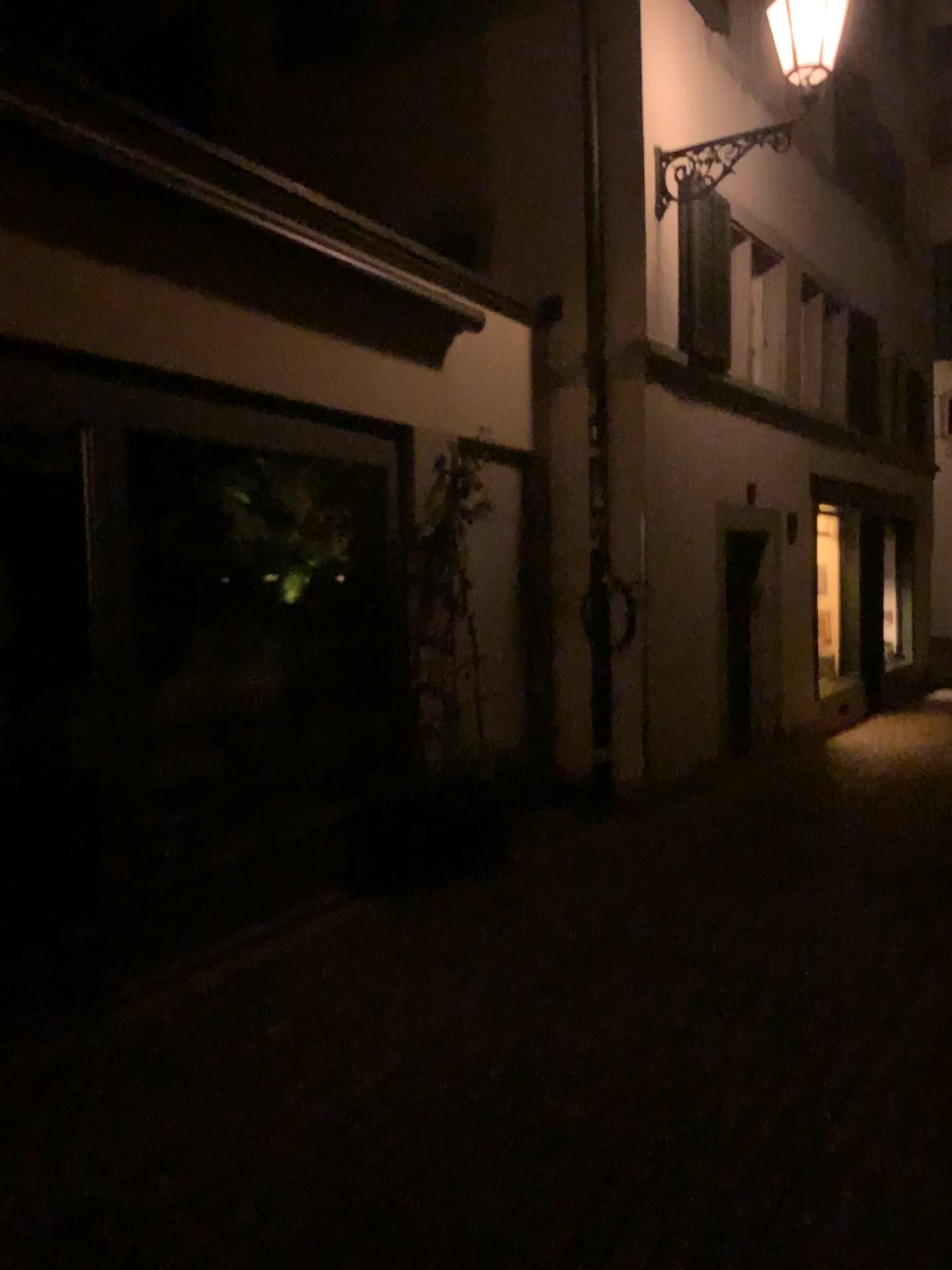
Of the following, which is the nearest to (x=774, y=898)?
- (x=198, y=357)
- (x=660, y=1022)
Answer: (x=660, y=1022)
